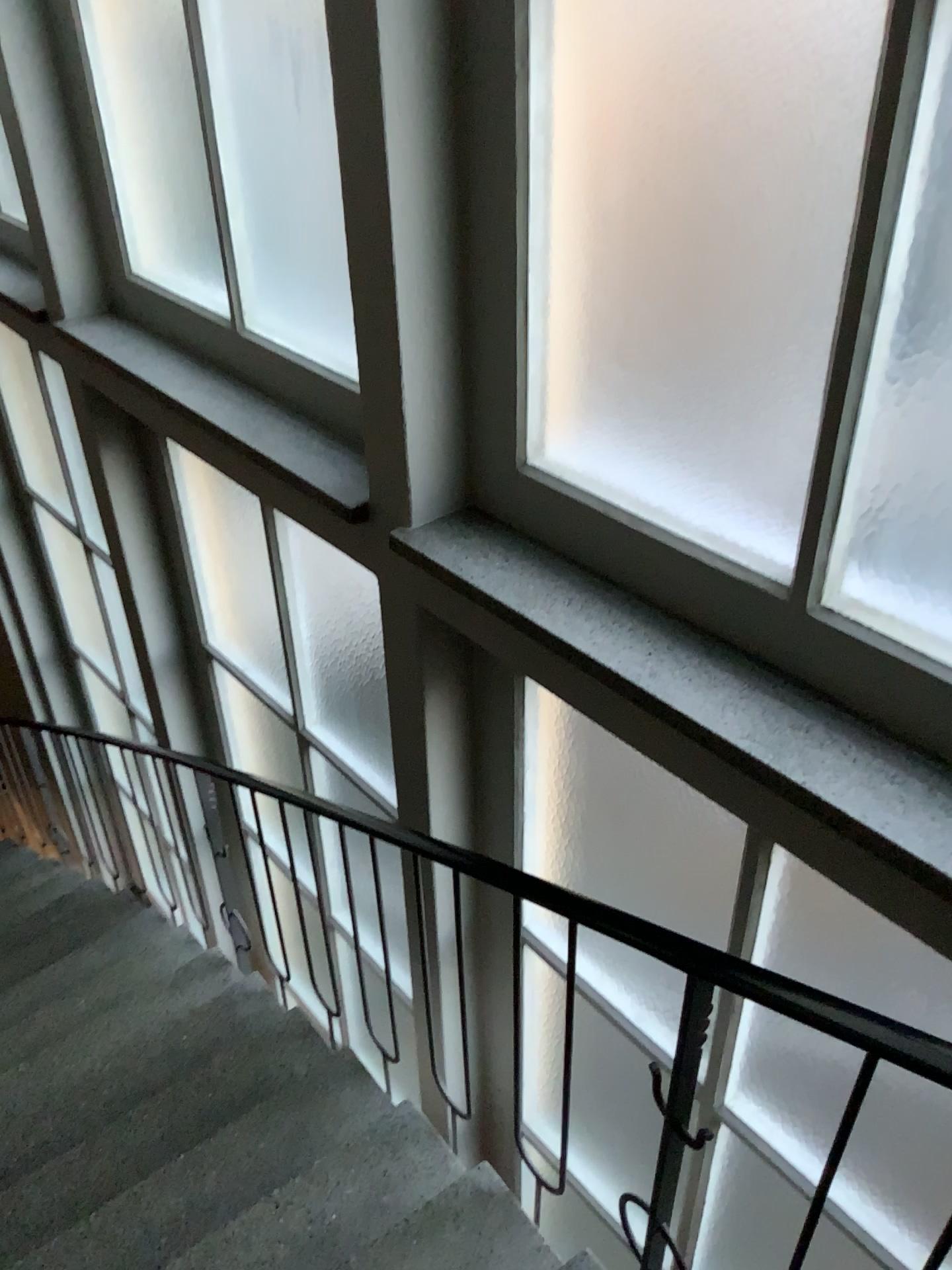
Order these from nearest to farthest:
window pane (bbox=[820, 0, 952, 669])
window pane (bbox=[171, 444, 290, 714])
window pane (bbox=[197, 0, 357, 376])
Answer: window pane (bbox=[820, 0, 952, 669]) → window pane (bbox=[197, 0, 357, 376]) → window pane (bbox=[171, 444, 290, 714])

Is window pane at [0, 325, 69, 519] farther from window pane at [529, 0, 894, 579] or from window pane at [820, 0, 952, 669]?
window pane at [820, 0, 952, 669]

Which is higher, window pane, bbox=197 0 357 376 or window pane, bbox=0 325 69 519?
window pane, bbox=197 0 357 376

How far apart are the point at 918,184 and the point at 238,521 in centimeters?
242cm

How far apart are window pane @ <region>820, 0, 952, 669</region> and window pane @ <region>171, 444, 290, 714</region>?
2.0 meters

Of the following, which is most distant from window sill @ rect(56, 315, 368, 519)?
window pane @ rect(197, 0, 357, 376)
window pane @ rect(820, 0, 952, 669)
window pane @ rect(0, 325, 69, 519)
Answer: window pane @ rect(0, 325, 69, 519)

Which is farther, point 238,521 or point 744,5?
point 238,521

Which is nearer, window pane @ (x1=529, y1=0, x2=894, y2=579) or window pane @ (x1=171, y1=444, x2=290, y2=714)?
window pane @ (x1=529, y1=0, x2=894, y2=579)

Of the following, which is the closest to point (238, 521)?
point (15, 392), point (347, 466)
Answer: point (347, 466)

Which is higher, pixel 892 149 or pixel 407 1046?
pixel 892 149
